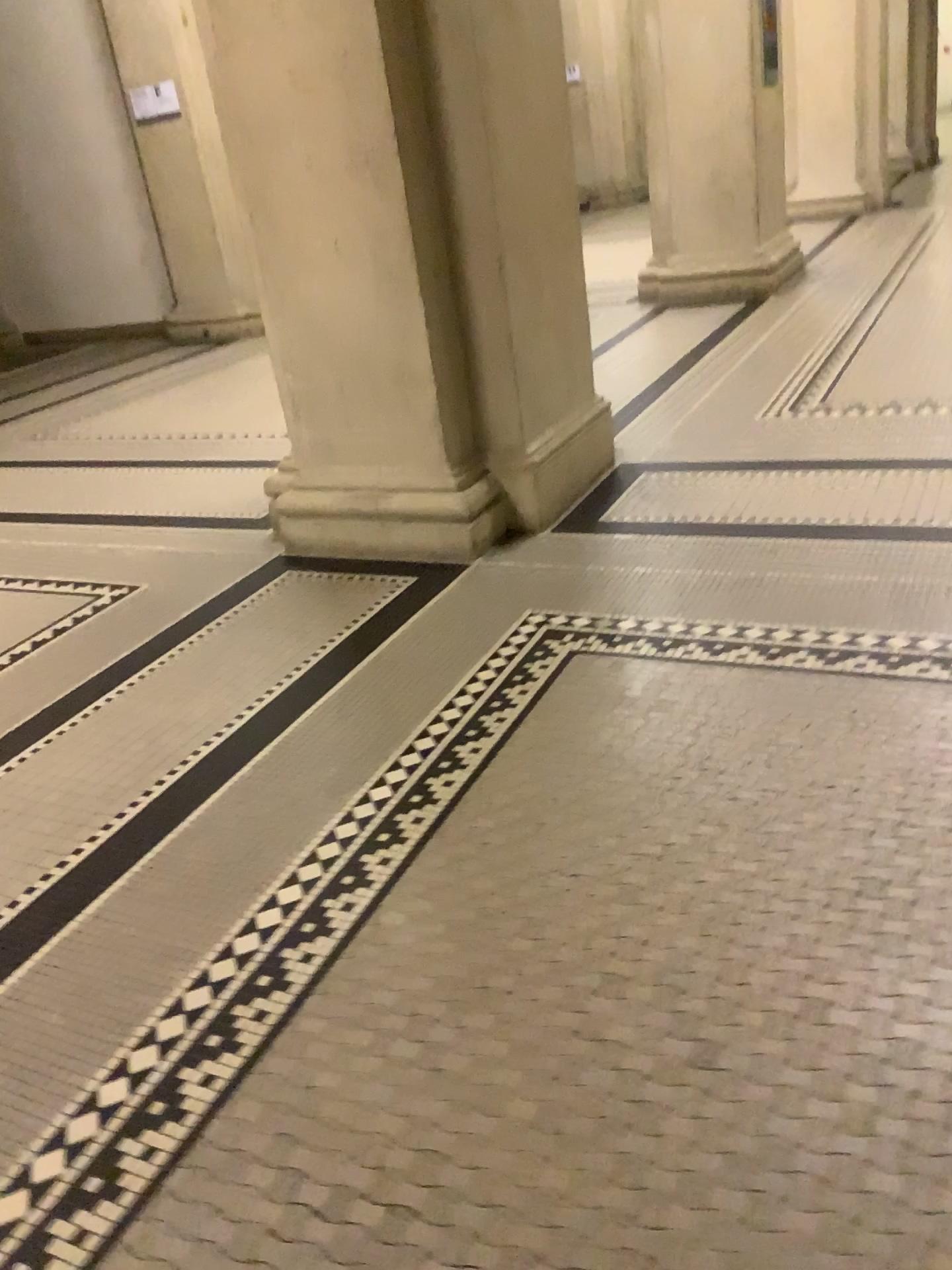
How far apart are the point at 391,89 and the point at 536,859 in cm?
214

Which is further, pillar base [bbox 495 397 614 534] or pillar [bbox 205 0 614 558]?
pillar base [bbox 495 397 614 534]

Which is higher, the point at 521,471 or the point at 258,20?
the point at 258,20

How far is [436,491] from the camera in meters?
3.2

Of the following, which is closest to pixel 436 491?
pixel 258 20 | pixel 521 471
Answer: pixel 521 471

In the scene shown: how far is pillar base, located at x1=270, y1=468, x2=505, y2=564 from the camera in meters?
3.2

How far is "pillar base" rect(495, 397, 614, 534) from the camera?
3.3m
